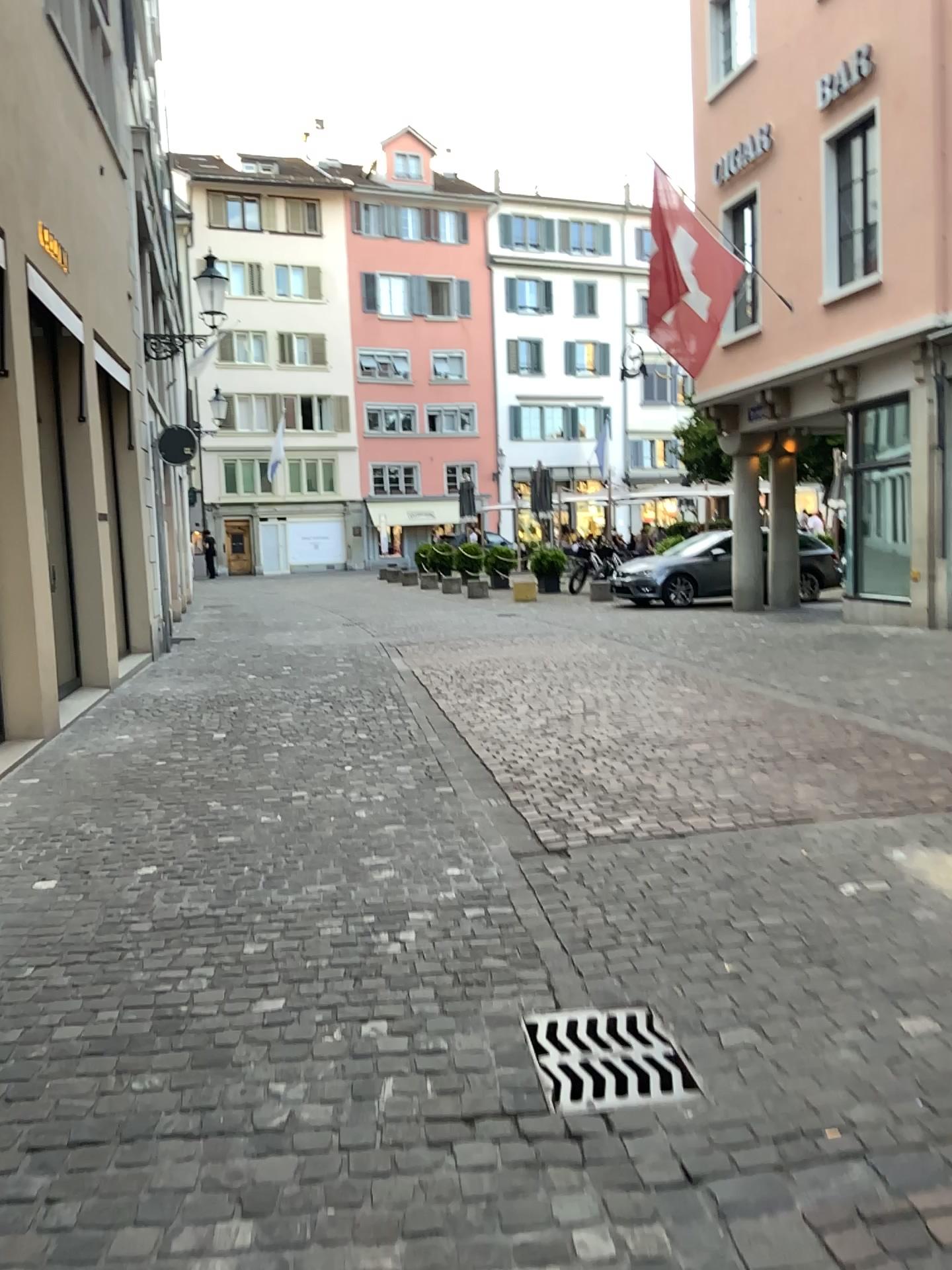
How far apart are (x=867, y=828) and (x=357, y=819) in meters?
2.3 m
